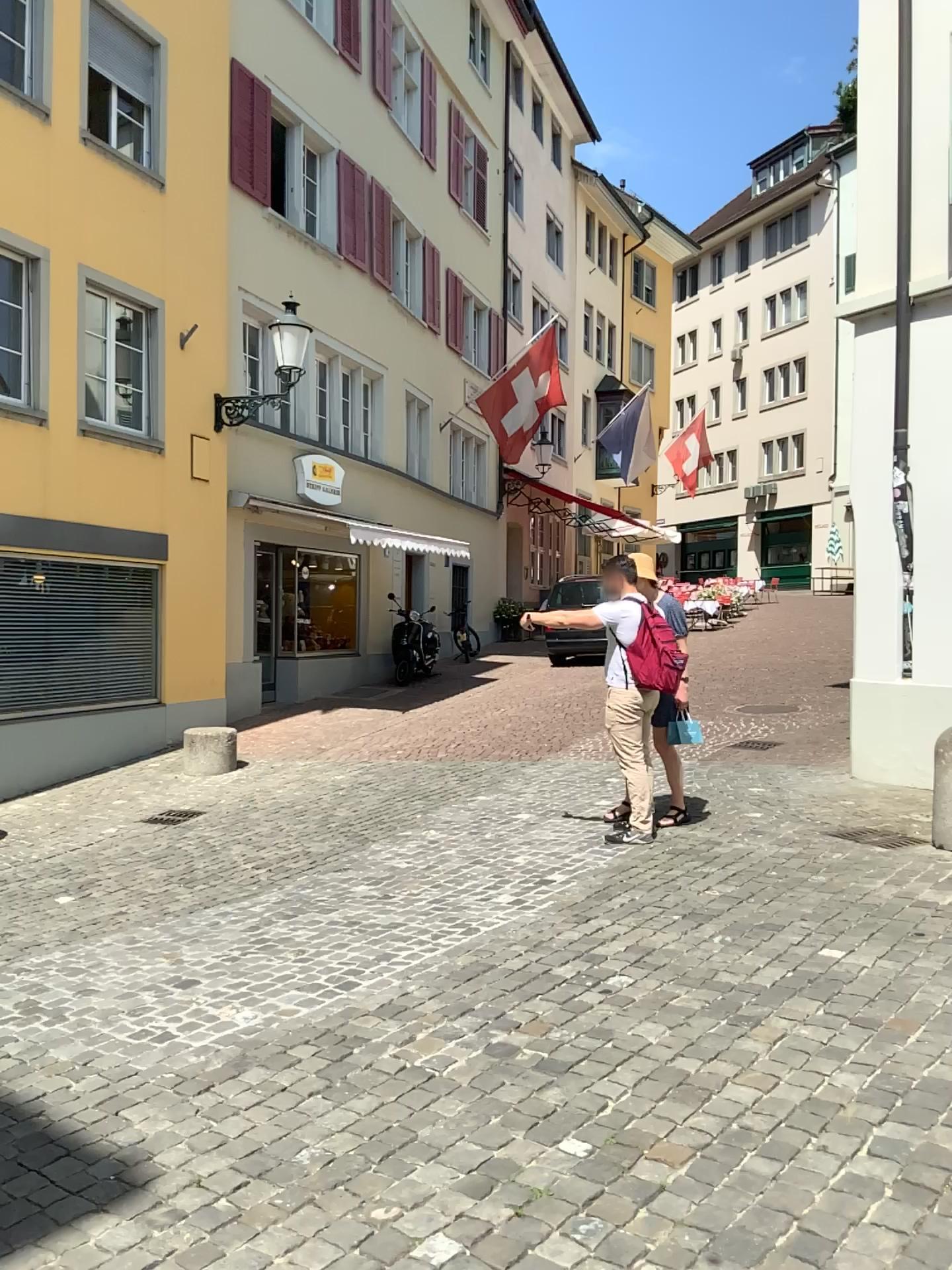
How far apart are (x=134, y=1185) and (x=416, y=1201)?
0.8 meters
